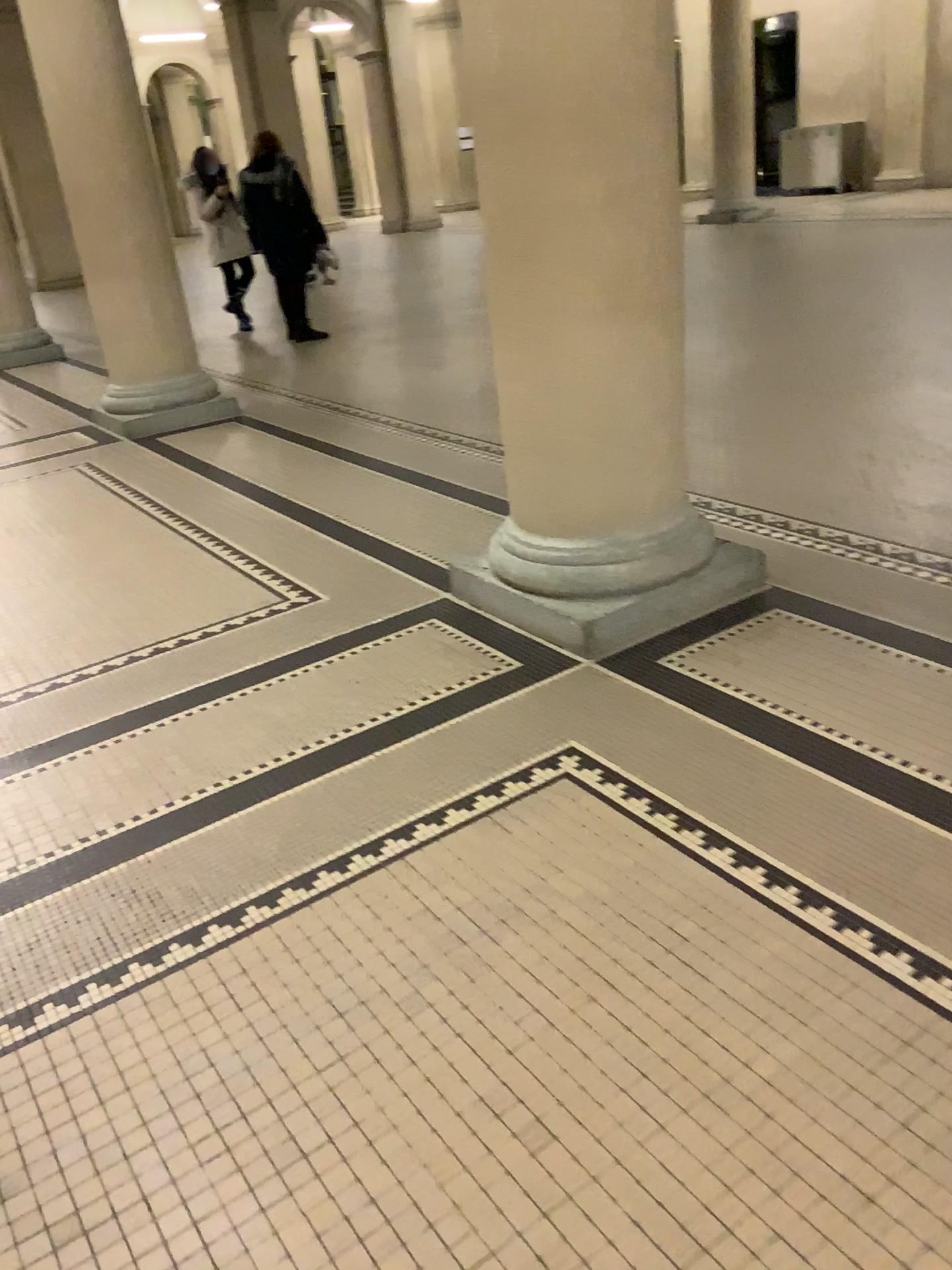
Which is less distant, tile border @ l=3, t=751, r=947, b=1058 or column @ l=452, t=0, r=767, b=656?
tile border @ l=3, t=751, r=947, b=1058

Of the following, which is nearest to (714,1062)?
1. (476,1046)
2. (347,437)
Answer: (476,1046)

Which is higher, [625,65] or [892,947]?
[625,65]

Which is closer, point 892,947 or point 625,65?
point 892,947
